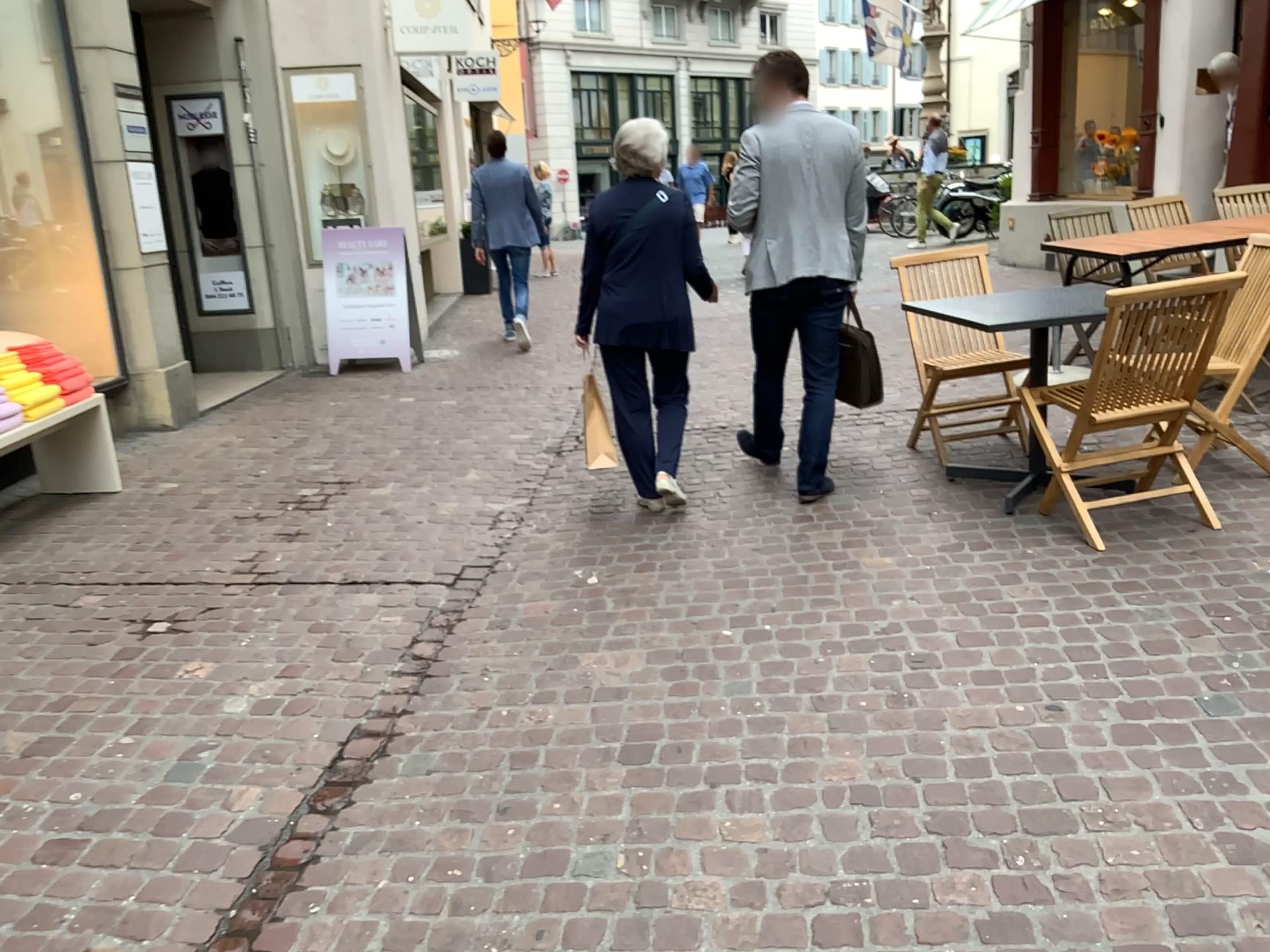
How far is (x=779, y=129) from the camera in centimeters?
418cm

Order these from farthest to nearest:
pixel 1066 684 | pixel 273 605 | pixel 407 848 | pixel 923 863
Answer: pixel 273 605, pixel 1066 684, pixel 407 848, pixel 923 863

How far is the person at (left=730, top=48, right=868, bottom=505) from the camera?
4.18m

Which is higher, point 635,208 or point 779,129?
point 779,129
